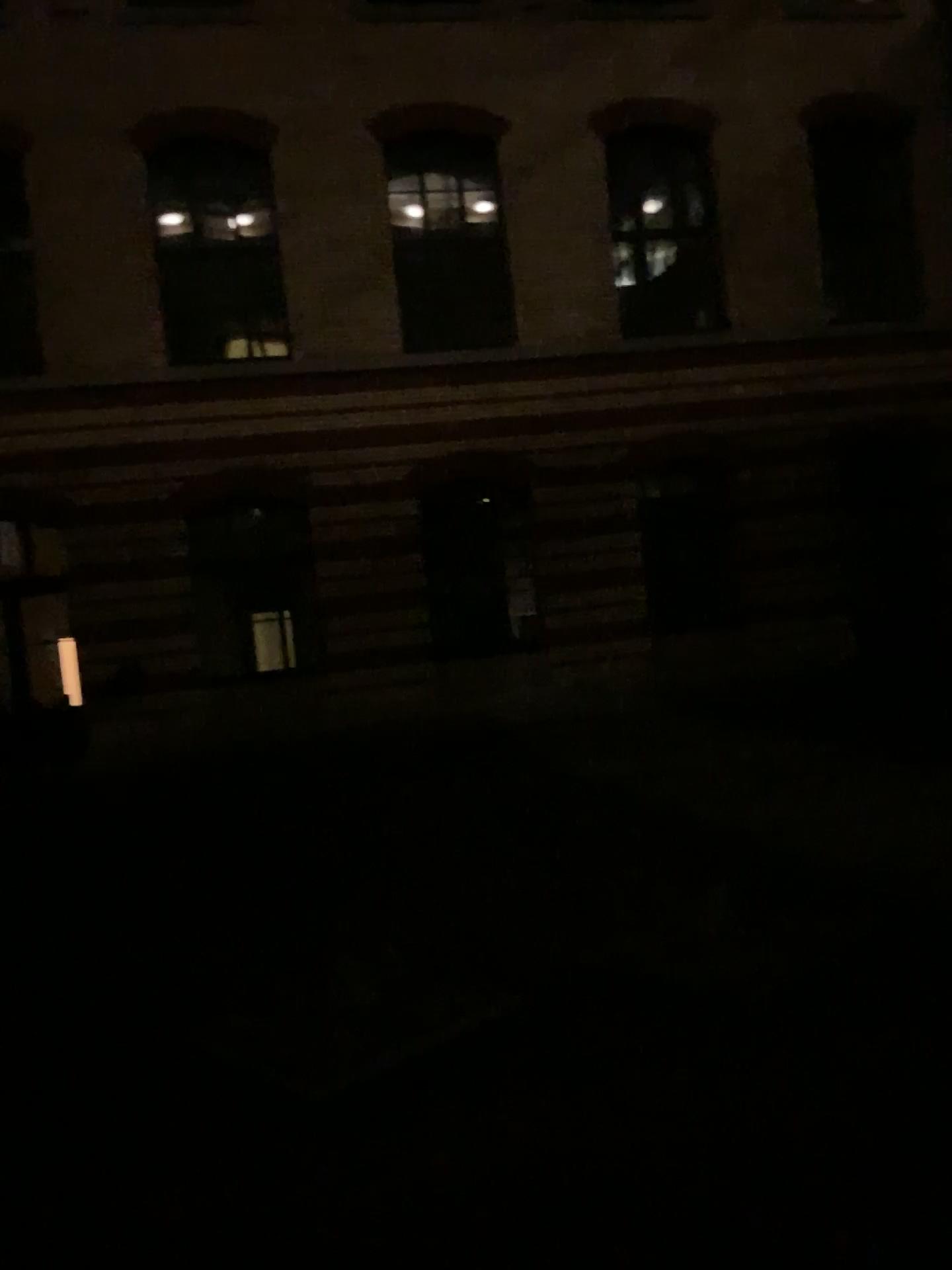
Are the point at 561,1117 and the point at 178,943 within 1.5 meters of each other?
no
